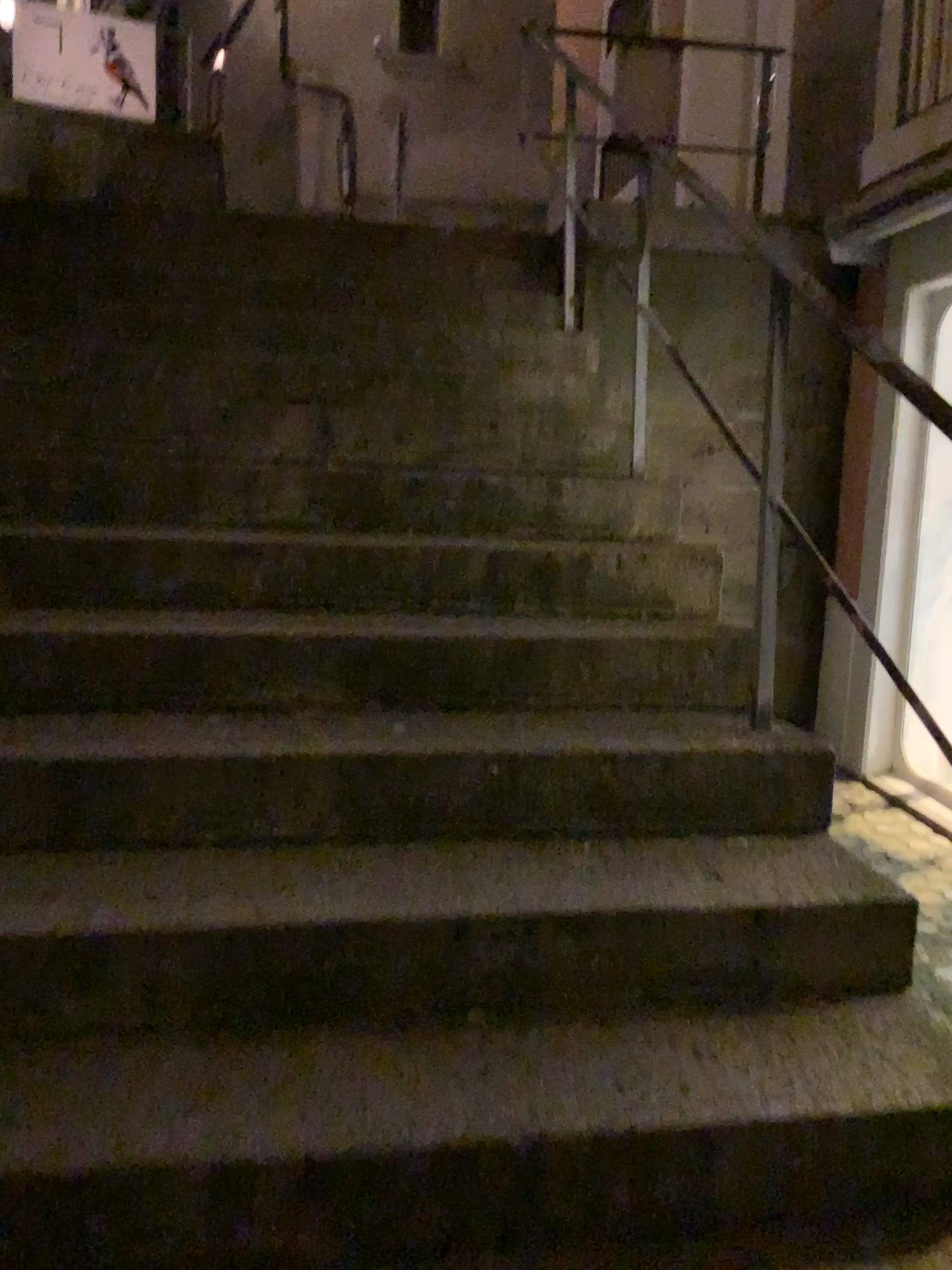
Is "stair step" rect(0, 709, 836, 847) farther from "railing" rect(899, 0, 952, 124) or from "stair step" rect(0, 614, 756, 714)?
"railing" rect(899, 0, 952, 124)

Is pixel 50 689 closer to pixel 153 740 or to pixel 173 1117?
pixel 153 740

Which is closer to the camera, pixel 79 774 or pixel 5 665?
pixel 79 774

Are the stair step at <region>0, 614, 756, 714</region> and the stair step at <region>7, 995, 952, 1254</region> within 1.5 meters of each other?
yes

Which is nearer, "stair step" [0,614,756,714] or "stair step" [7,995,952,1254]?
"stair step" [7,995,952,1254]

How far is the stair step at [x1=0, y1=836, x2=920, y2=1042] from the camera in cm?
156

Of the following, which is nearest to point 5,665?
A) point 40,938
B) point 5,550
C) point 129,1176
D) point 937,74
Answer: point 5,550

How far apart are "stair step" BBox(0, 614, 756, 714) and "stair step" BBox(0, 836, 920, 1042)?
0.39m

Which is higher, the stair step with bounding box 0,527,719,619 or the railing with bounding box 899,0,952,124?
the railing with bounding box 899,0,952,124

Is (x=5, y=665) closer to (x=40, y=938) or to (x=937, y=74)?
(x=40, y=938)
